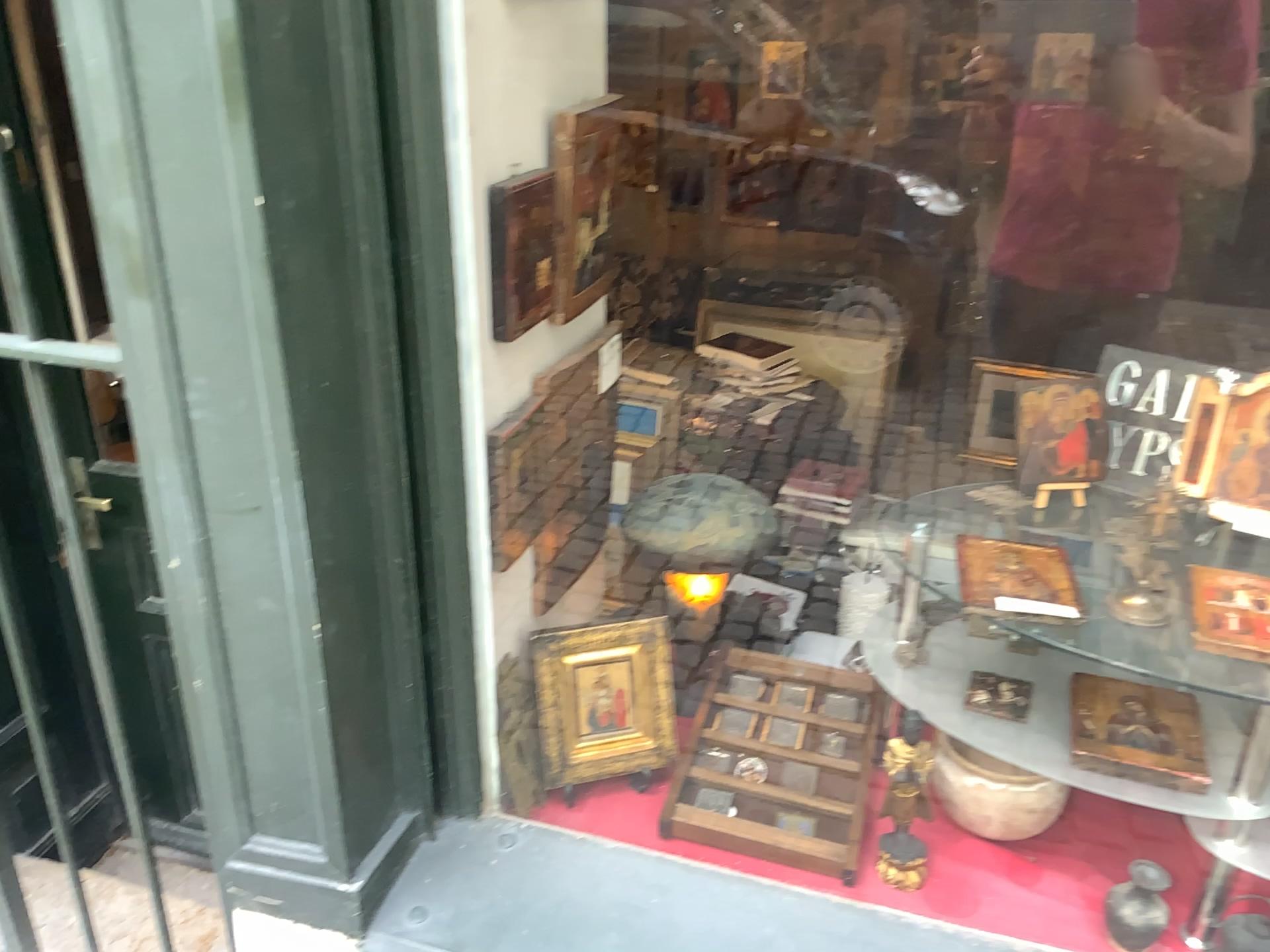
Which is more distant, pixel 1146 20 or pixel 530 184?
pixel 530 184

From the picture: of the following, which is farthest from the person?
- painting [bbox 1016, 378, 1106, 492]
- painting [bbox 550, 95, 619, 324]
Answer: painting [bbox 550, 95, 619, 324]

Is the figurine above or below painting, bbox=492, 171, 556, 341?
below

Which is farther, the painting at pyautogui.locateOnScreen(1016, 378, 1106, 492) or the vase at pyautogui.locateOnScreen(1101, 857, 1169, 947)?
the vase at pyautogui.locateOnScreen(1101, 857, 1169, 947)

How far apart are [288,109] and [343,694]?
0.6 meters

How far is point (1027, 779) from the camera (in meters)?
1.35

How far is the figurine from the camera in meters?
1.3

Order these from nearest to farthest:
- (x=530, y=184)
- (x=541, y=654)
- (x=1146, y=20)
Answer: (x=1146, y=20), (x=530, y=184), (x=541, y=654)

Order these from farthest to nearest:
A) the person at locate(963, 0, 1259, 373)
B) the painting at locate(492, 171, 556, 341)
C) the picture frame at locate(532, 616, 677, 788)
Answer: the picture frame at locate(532, 616, 677, 788) → the painting at locate(492, 171, 556, 341) → the person at locate(963, 0, 1259, 373)

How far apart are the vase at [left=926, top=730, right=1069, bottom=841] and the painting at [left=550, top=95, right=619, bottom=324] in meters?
0.8
